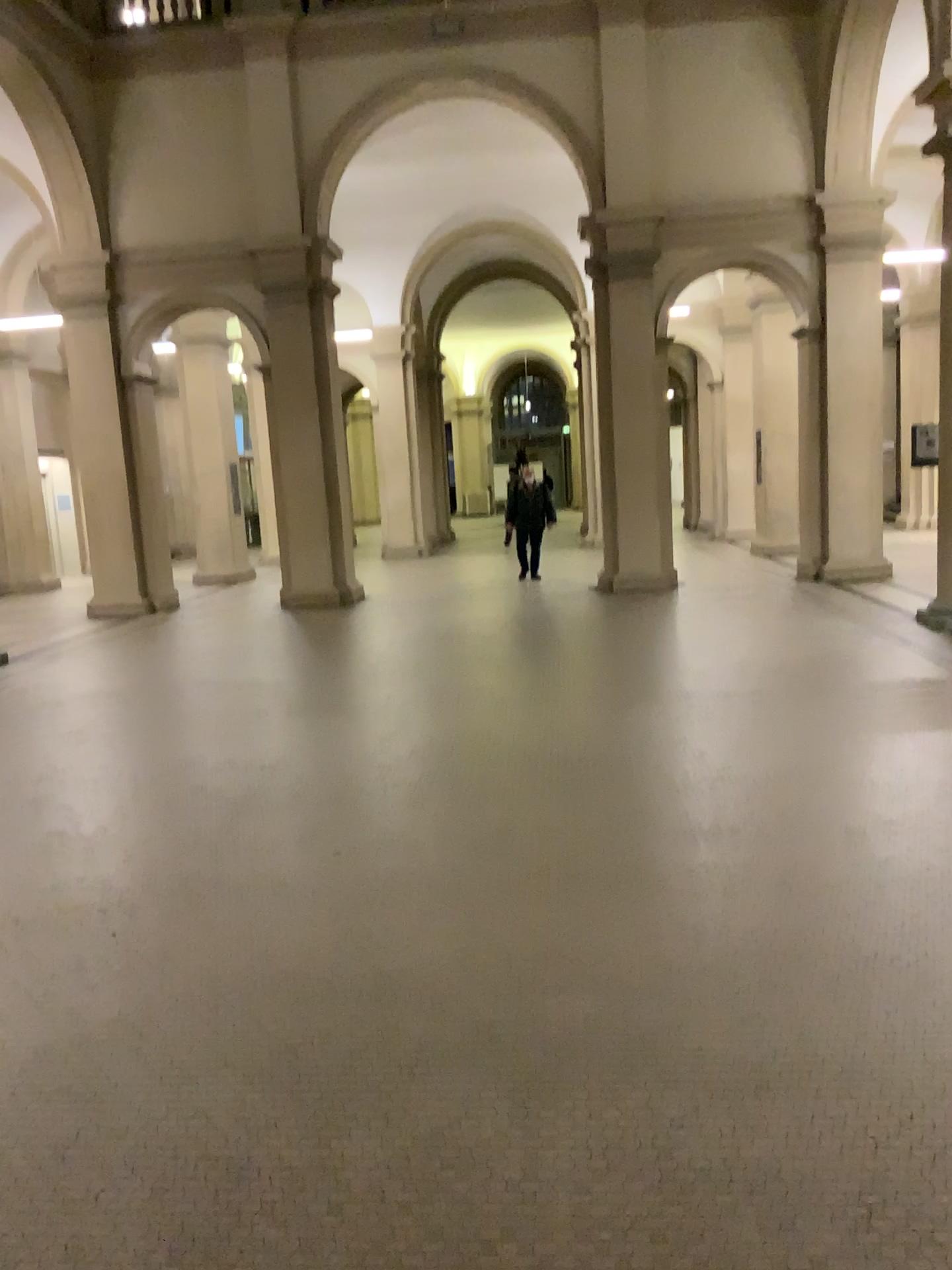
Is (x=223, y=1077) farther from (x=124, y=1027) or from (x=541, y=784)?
(x=541, y=784)
